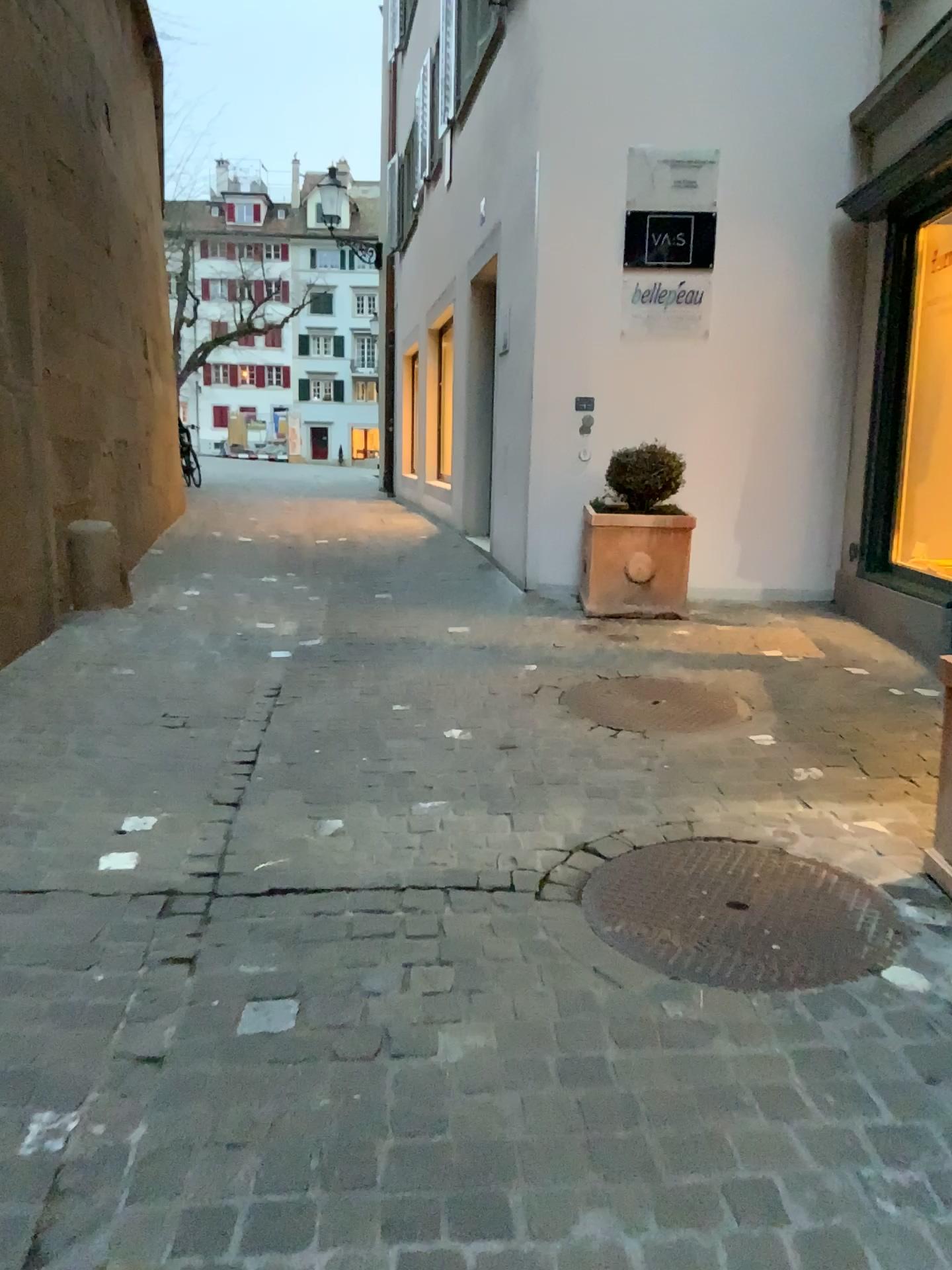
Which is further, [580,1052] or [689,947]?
[689,947]

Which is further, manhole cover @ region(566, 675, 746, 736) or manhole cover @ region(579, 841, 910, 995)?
manhole cover @ region(566, 675, 746, 736)

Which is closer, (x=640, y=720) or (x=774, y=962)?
(x=774, y=962)
